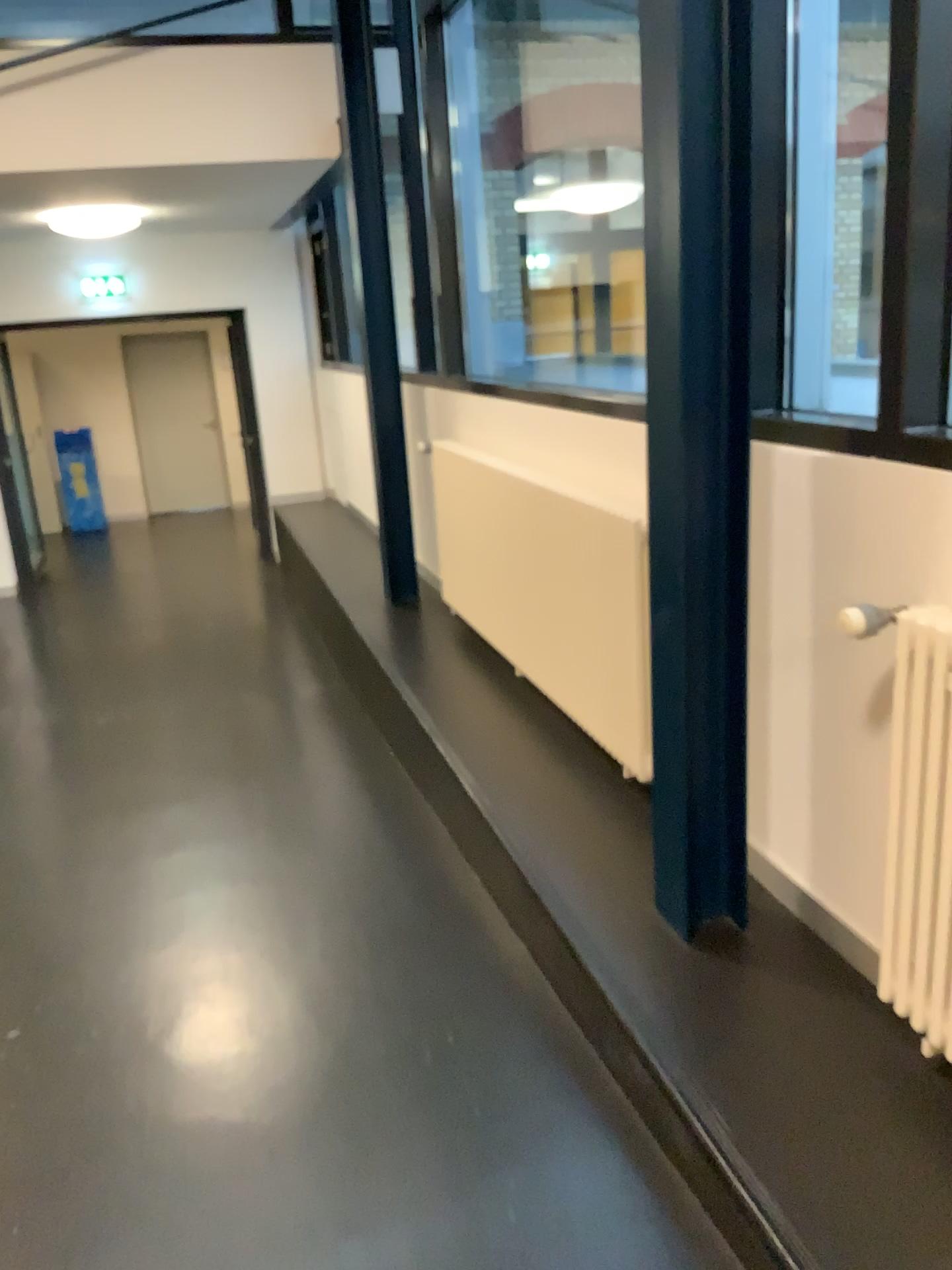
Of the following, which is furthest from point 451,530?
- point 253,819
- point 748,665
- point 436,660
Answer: point 748,665

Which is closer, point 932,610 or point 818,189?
point 932,610

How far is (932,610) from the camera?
1.7 meters

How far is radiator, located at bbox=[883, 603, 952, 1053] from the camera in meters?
1.7

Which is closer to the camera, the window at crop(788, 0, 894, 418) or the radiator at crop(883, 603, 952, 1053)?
the radiator at crop(883, 603, 952, 1053)

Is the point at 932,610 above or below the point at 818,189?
below

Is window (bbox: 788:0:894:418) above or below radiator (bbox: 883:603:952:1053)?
above
